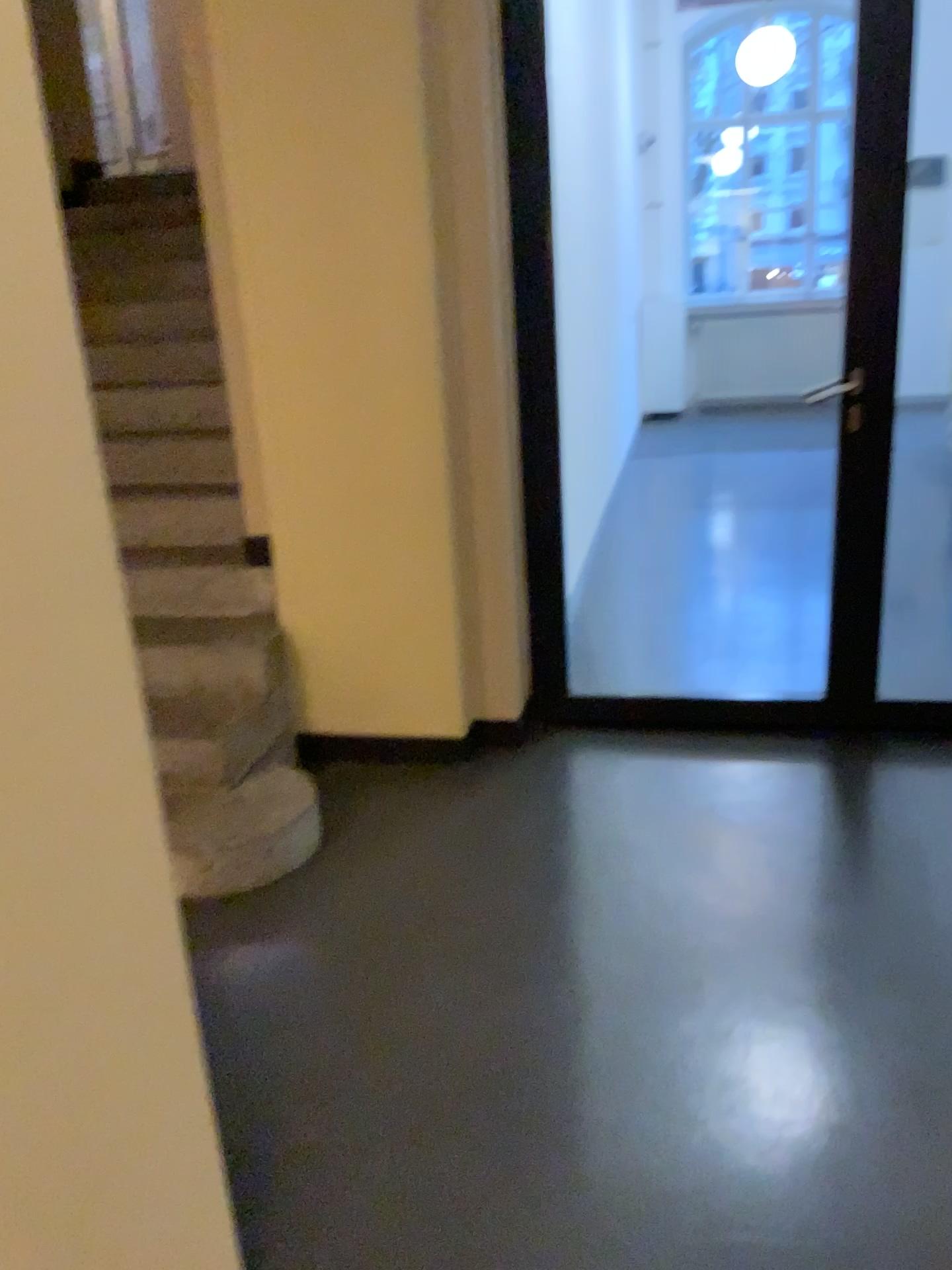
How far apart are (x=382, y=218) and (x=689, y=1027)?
2.1m
